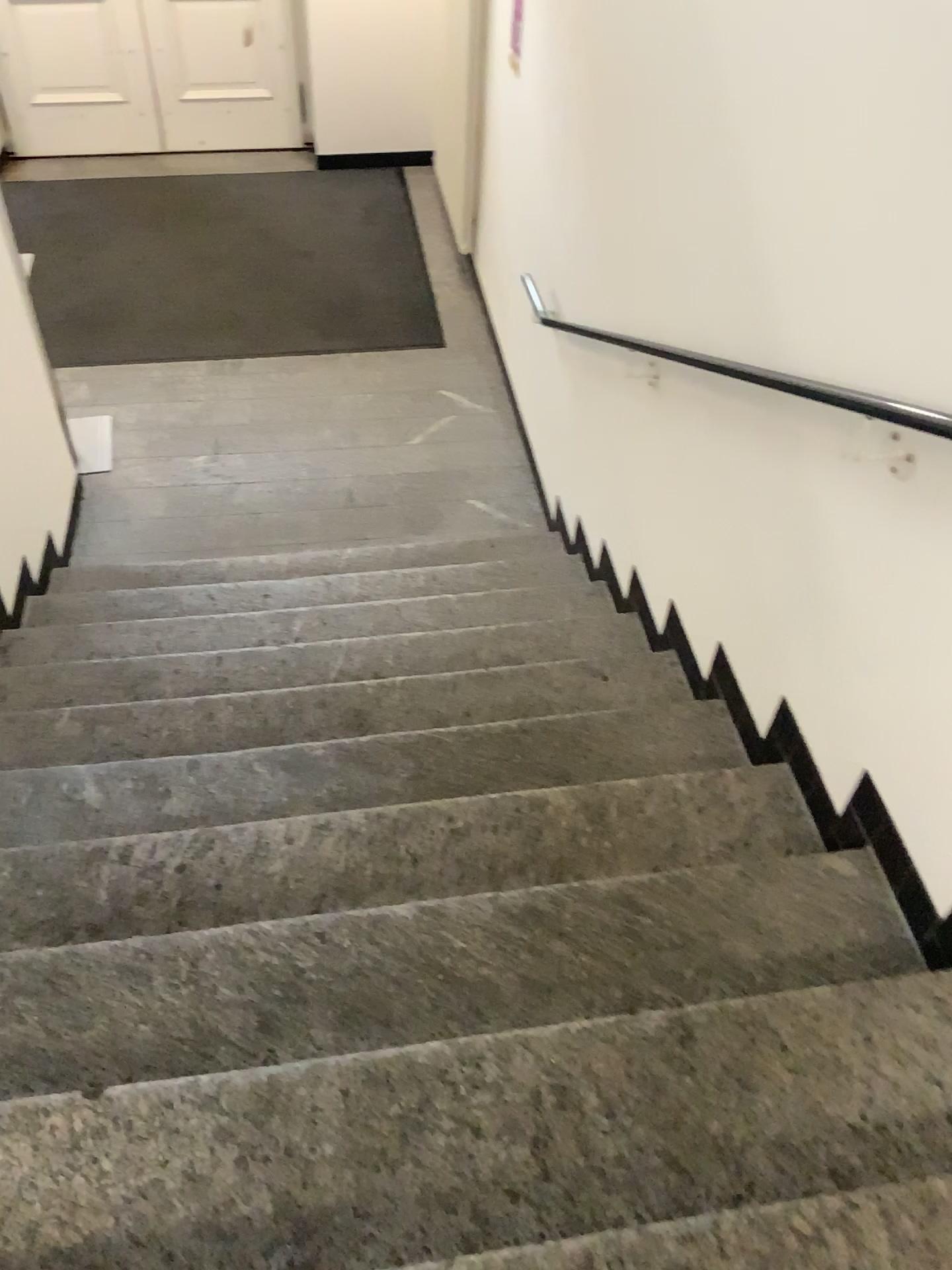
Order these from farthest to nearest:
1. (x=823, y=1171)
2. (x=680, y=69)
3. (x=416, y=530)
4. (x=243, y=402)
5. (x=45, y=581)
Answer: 1. (x=243, y=402)
2. (x=416, y=530)
3. (x=45, y=581)
4. (x=680, y=69)
5. (x=823, y=1171)
